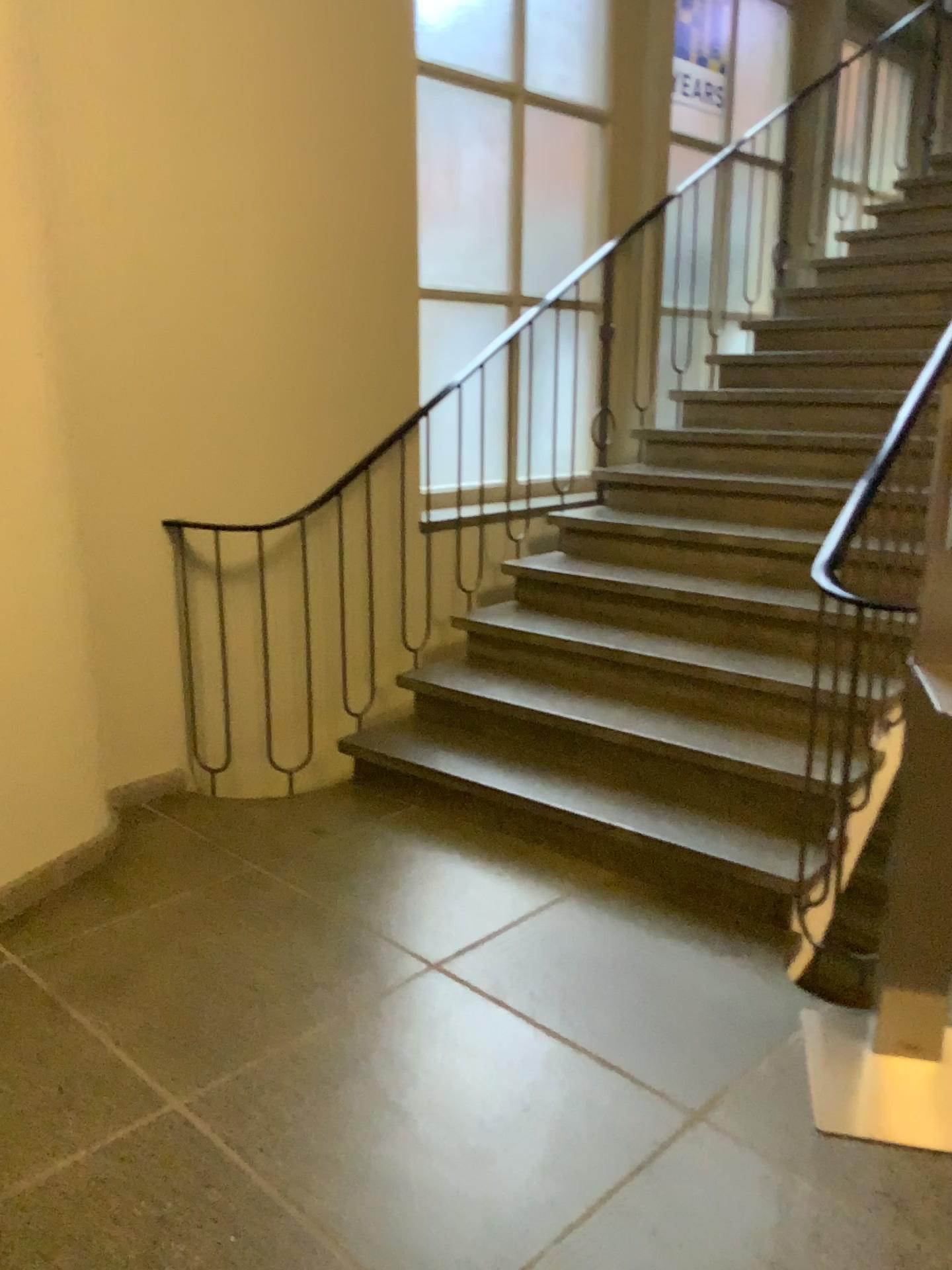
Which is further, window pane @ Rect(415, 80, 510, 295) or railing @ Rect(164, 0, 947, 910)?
window pane @ Rect(415, 80, 510, 295)

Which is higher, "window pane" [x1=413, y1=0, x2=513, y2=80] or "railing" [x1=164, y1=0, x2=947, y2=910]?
"window pane" [x1=413, y1=0, x2=513, y2=80]

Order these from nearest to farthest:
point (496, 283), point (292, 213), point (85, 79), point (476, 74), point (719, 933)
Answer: point (719, 933)
point (85, 79)
point (292, 213)
point (476, 74)
point (496, 283)

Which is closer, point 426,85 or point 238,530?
point 238,530

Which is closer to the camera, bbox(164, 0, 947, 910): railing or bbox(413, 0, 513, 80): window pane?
bbox(164, 0, 947, 910): railing

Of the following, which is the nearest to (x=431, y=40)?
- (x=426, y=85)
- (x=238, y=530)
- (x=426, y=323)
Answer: (x=426, y=85)

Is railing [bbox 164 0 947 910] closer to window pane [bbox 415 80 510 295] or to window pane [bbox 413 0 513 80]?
window pane [bbox 415 80 510 295]

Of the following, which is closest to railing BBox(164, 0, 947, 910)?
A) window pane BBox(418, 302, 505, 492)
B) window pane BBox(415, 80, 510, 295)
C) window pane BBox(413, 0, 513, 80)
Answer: window pane BBox(418, 302, 505, 492)

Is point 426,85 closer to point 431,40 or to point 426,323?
point 431,40
